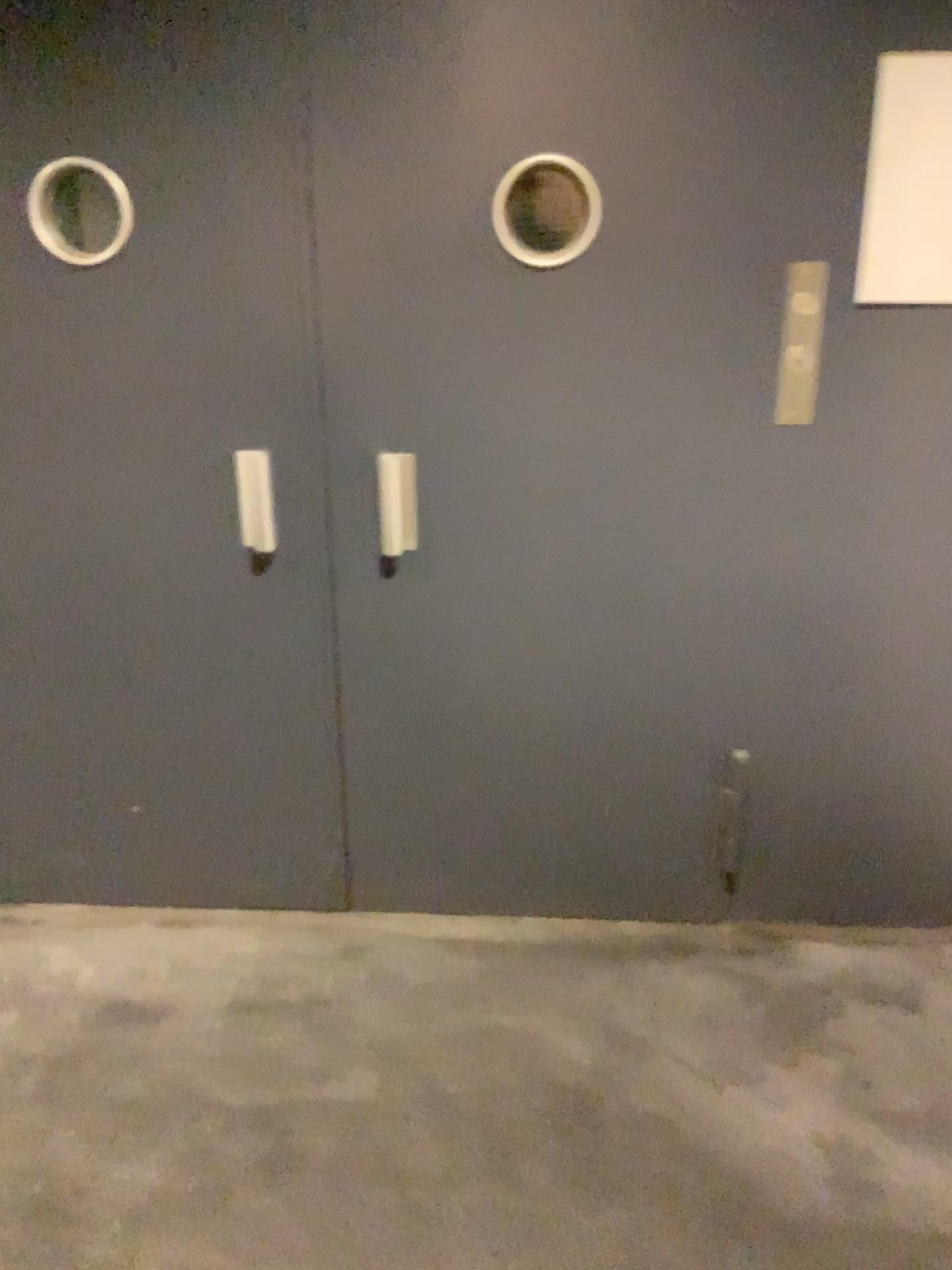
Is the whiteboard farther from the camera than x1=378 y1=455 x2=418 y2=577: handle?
No

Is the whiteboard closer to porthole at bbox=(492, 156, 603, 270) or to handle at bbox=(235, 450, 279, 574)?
porthole at bbox=(492, 156, 603, 270)

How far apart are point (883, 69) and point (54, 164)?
1.5m

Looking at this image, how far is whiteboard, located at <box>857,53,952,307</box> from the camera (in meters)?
1.89

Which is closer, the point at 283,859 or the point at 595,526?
the point at 595,526

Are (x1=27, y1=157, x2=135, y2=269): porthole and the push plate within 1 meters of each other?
no

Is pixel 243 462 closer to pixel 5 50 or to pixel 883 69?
pixel 5 50

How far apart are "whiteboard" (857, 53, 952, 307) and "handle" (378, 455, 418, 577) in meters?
0.9

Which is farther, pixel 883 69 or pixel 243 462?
pixel 243 462

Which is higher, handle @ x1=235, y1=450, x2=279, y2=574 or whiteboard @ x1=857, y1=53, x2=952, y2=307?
whiteboard @ x1=857, y1=53, x2=952, y2=307
